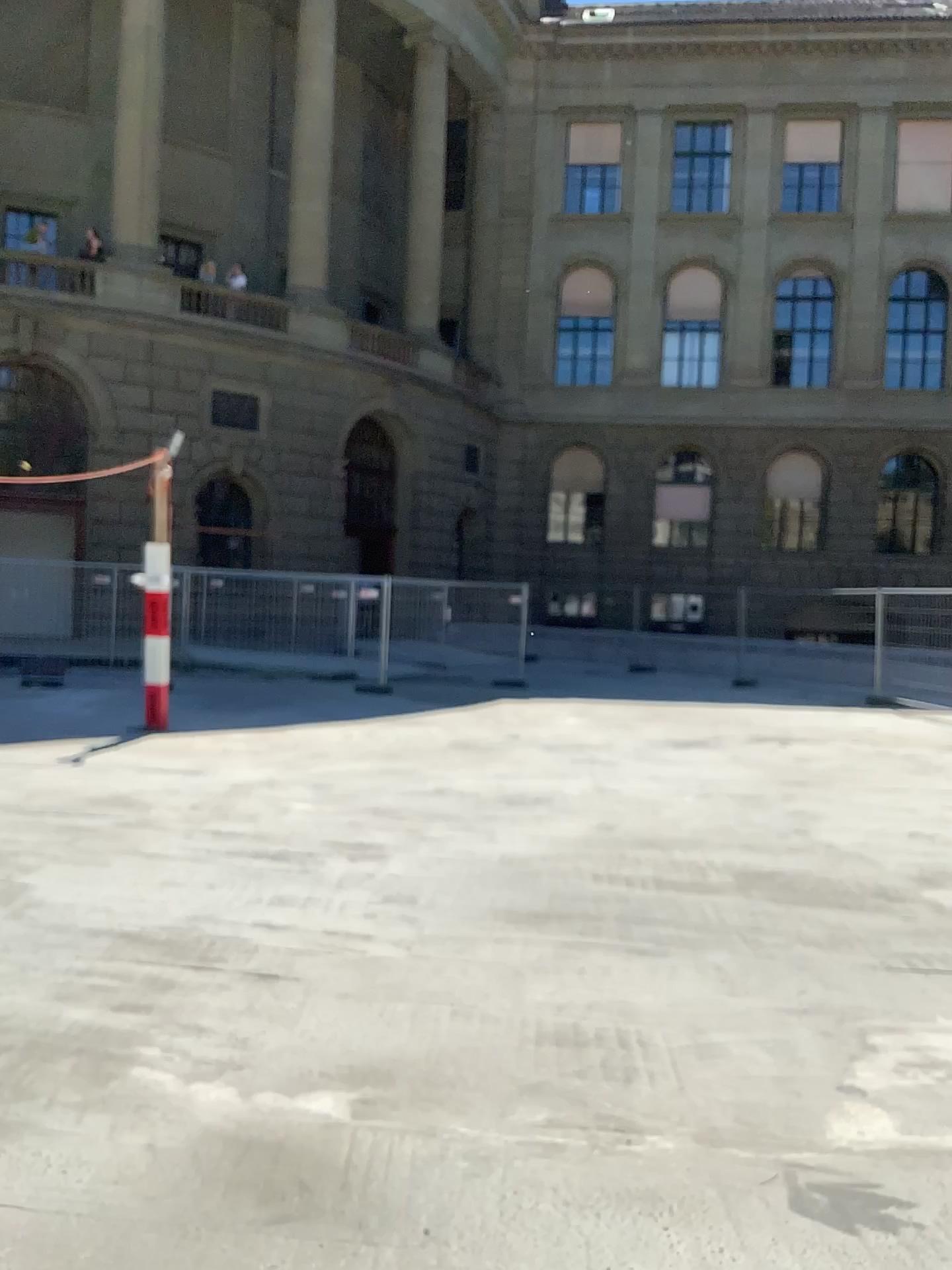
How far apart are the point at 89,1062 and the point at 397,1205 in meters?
1.2 m
